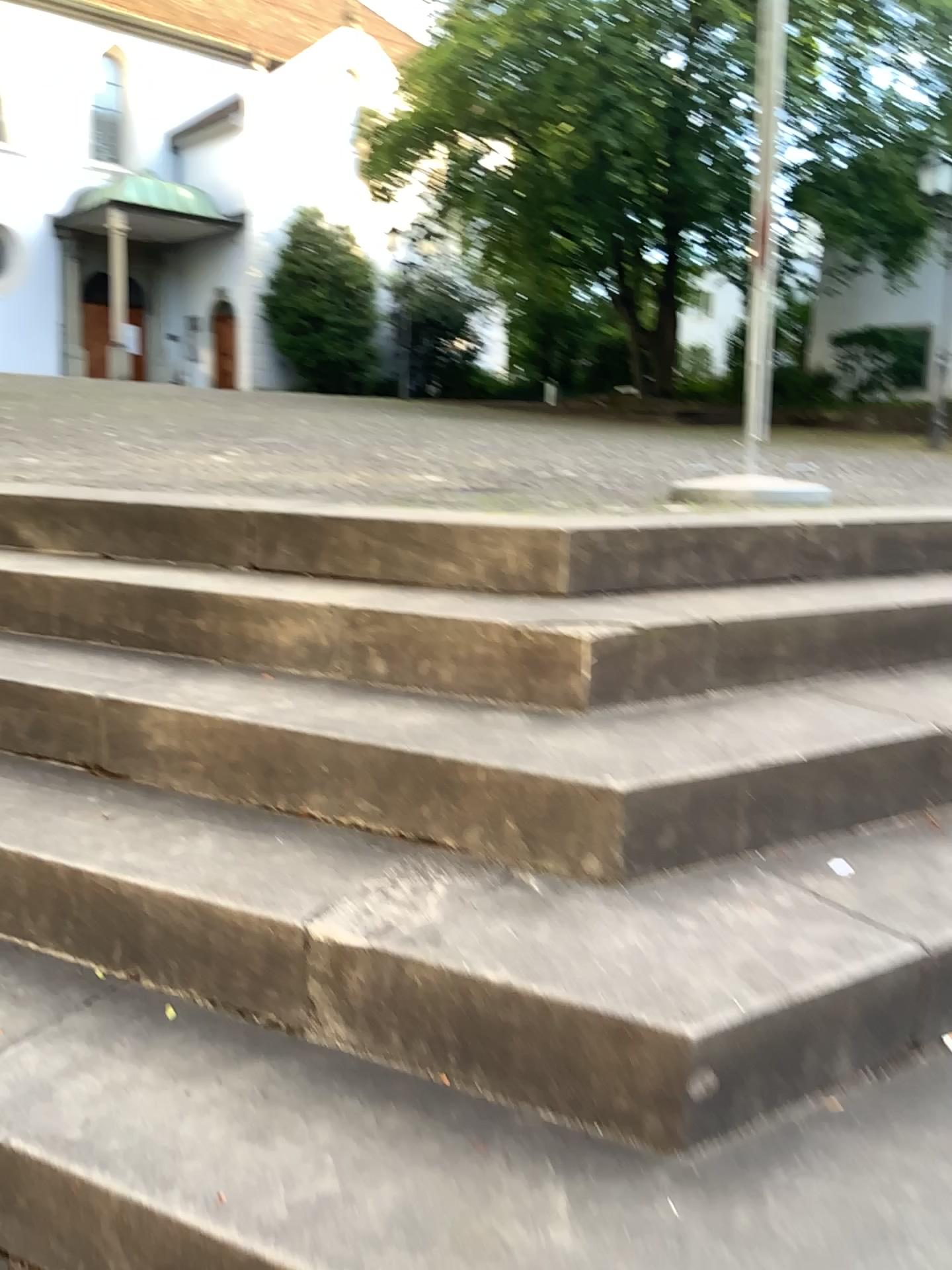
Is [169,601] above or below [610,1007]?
above
